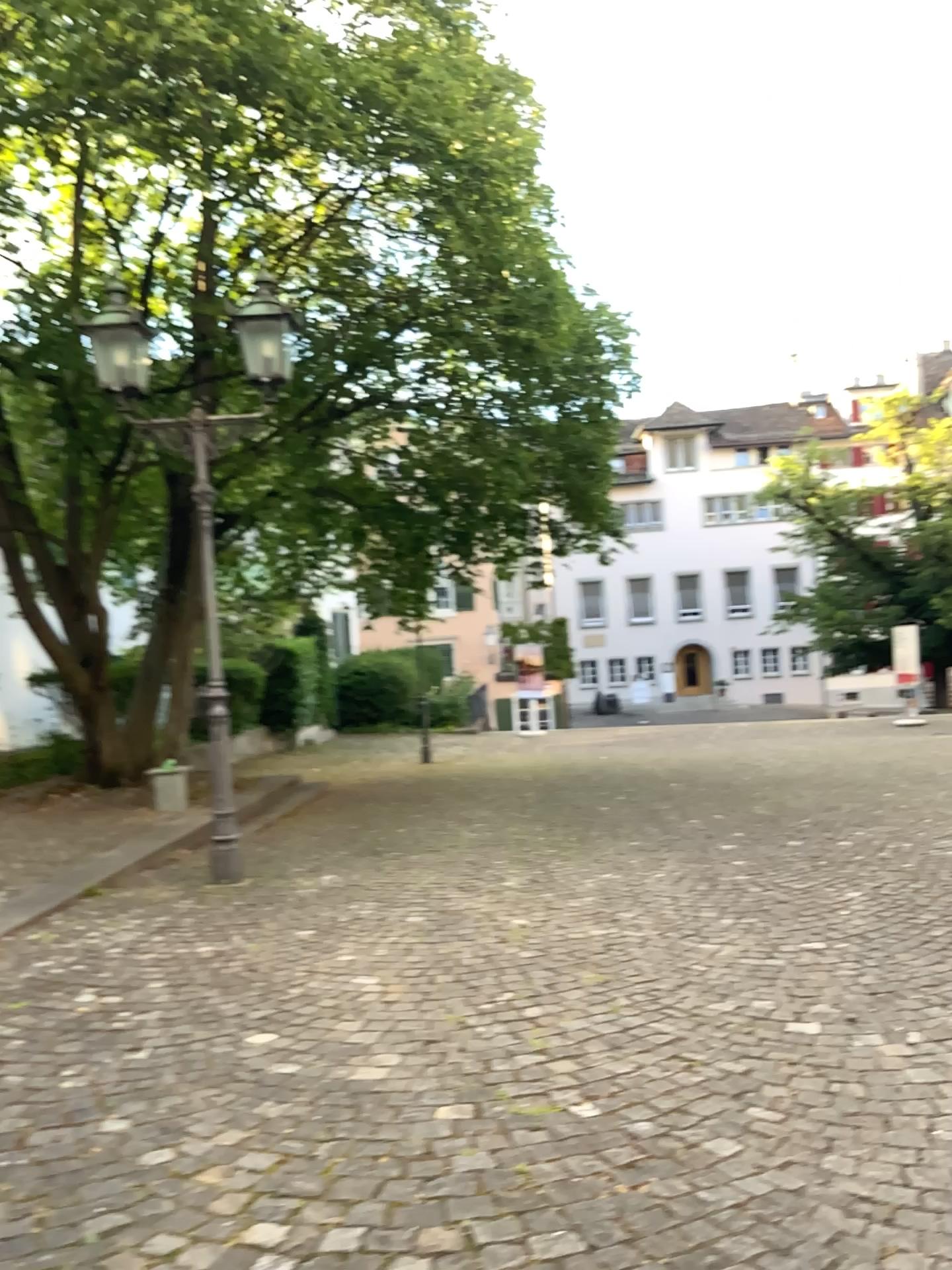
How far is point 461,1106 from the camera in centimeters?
300cm
